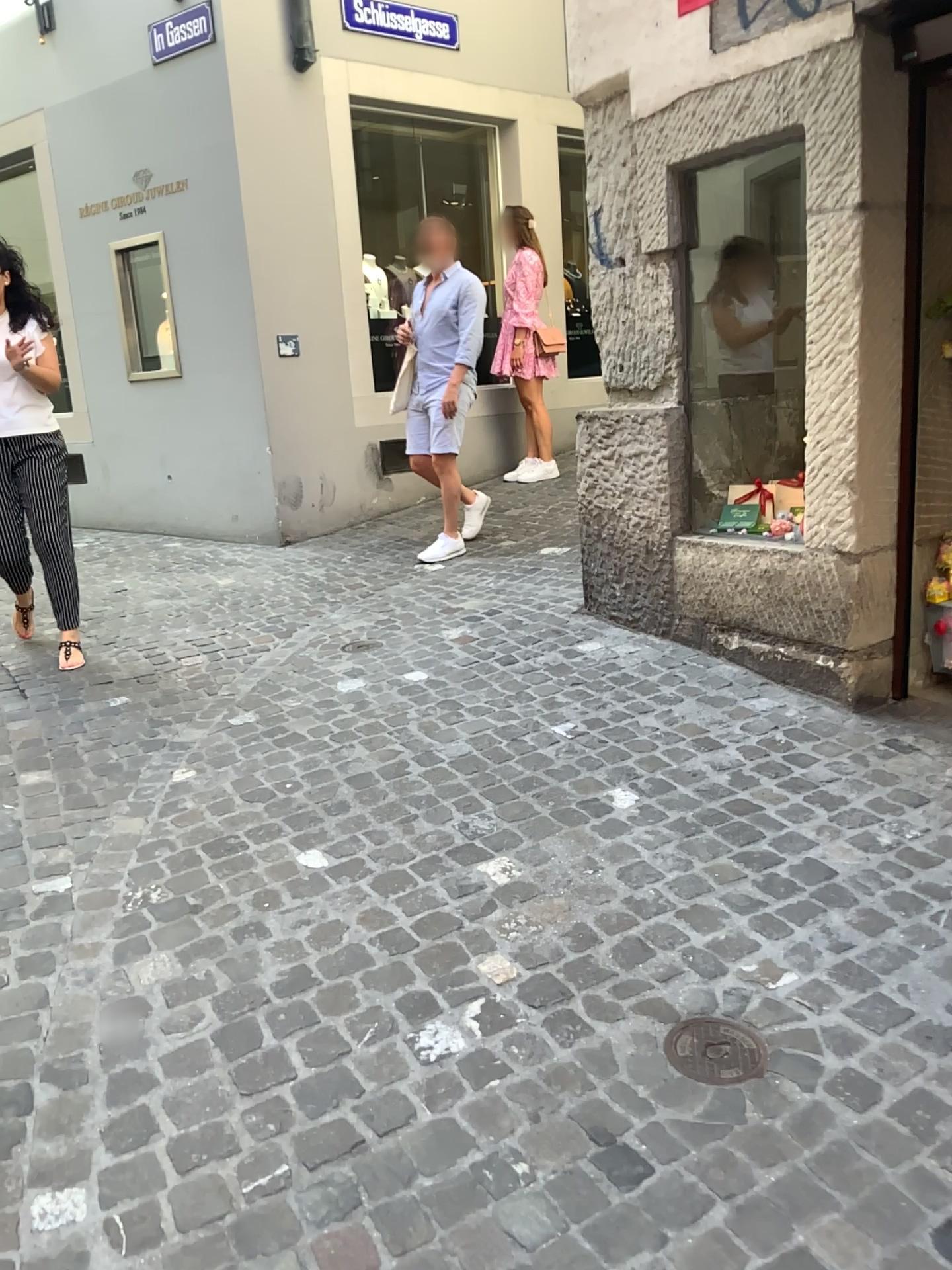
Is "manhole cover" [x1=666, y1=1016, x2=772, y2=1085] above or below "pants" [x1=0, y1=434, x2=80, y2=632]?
below

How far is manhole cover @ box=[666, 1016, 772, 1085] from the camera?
1.9 meters

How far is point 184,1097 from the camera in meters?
1.9 m

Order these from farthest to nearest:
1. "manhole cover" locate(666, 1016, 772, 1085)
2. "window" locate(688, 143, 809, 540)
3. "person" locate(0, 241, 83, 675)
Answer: "person" locate(0, 241, 83, 675)
"window" locate(688, 143, 809, 540)
"manhole cover" locate(666, 1016, 772, 1085)

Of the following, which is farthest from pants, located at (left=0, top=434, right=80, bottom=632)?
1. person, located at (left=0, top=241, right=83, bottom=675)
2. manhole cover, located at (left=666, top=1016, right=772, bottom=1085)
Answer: manhole cover, located at (left=666, top=1016, right=772, bottom=1085)

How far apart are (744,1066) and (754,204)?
2.9m

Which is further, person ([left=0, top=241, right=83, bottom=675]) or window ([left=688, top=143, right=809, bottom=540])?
person ([left=0, top=241, right=83, bottom=675])

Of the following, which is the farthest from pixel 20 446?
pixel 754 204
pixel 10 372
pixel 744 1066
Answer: pixel 744 1066

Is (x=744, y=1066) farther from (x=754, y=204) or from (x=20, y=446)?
(x=20, y=446)

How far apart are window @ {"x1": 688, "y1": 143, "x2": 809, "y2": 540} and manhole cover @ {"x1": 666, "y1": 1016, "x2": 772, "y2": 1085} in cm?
214
